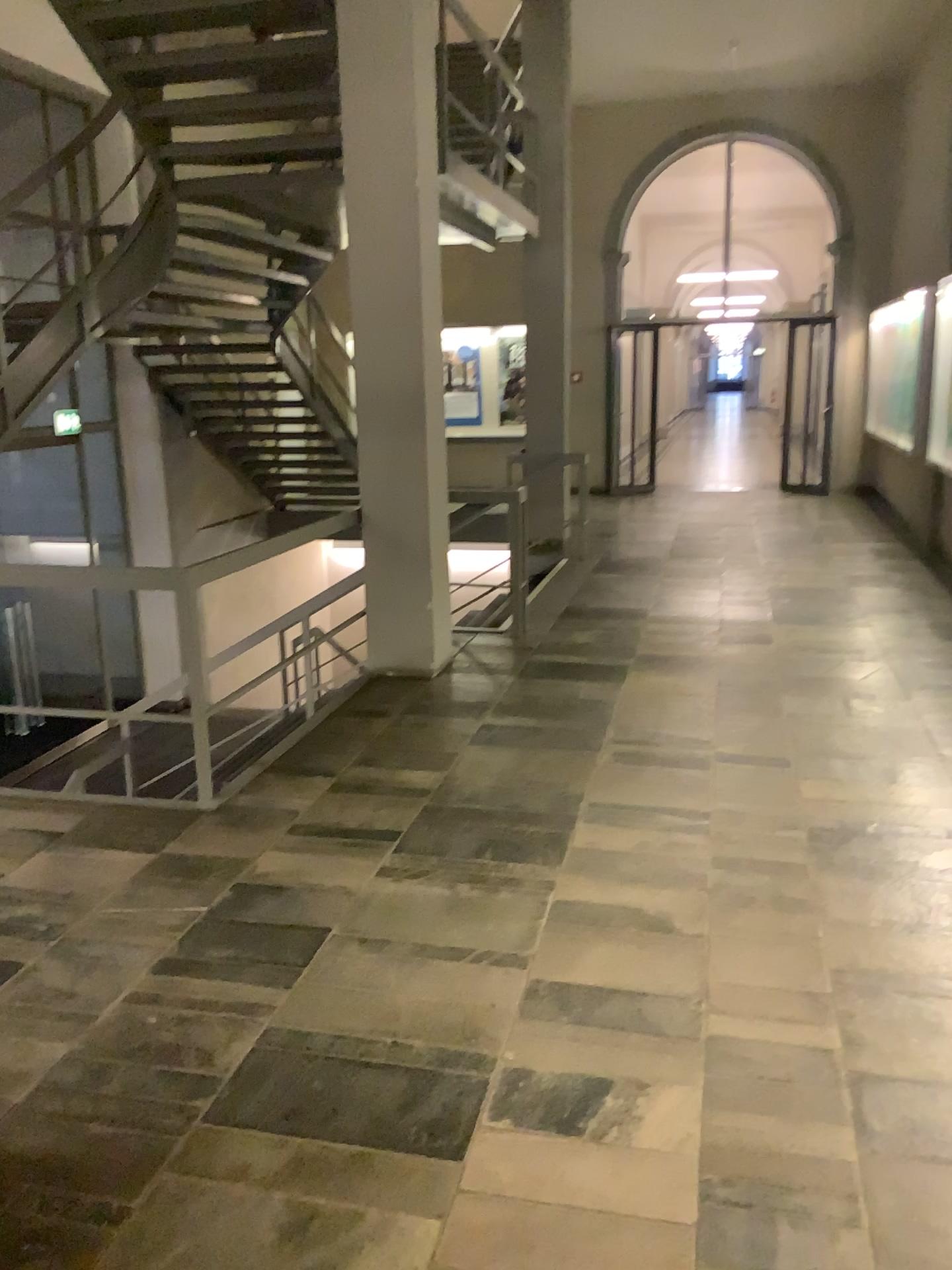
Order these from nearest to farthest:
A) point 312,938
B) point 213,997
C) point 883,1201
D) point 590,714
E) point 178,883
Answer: point 883,1201, point 213,997, point 312,938, point 178,883, point 590,714
